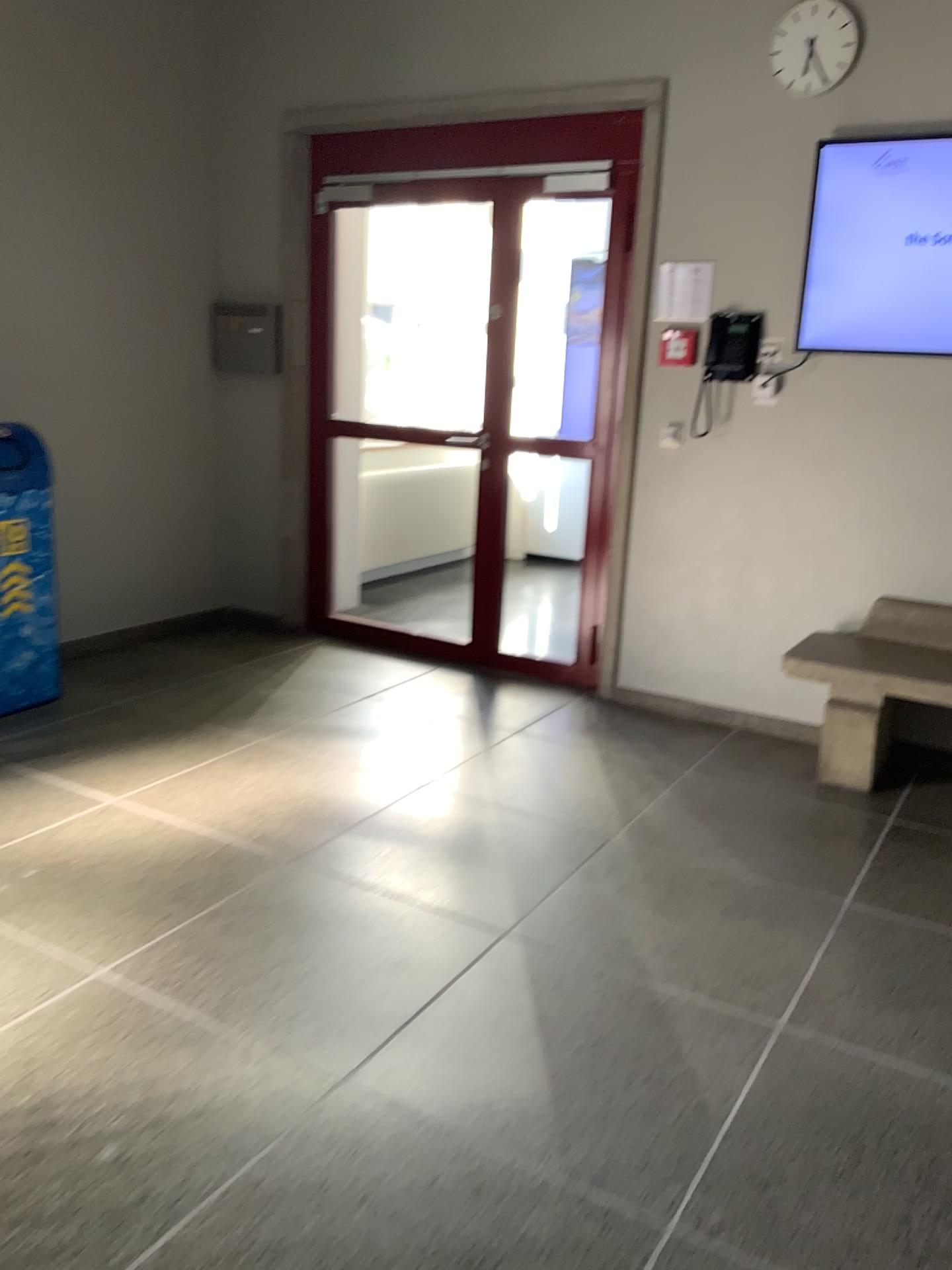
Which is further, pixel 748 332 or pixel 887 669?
pixel 748 332

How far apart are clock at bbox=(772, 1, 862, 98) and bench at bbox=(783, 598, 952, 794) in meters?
1.8 m

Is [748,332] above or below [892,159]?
below

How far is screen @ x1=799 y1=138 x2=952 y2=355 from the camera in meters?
3.6

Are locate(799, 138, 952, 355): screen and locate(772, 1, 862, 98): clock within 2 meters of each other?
yes

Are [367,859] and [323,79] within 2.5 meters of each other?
no

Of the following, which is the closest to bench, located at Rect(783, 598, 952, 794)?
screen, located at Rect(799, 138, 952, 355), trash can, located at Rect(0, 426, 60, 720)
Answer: screen, located at Rect(799, 138, 952, 355)

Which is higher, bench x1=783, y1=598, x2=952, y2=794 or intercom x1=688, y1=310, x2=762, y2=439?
intercom x1=688, y1=310, x2=762, y2=439

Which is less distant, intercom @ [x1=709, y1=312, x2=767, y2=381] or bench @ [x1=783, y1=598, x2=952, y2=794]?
bench @ [x1=783, y1=598, x2=952, y2=794]

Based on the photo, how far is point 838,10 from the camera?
3.7 meters
